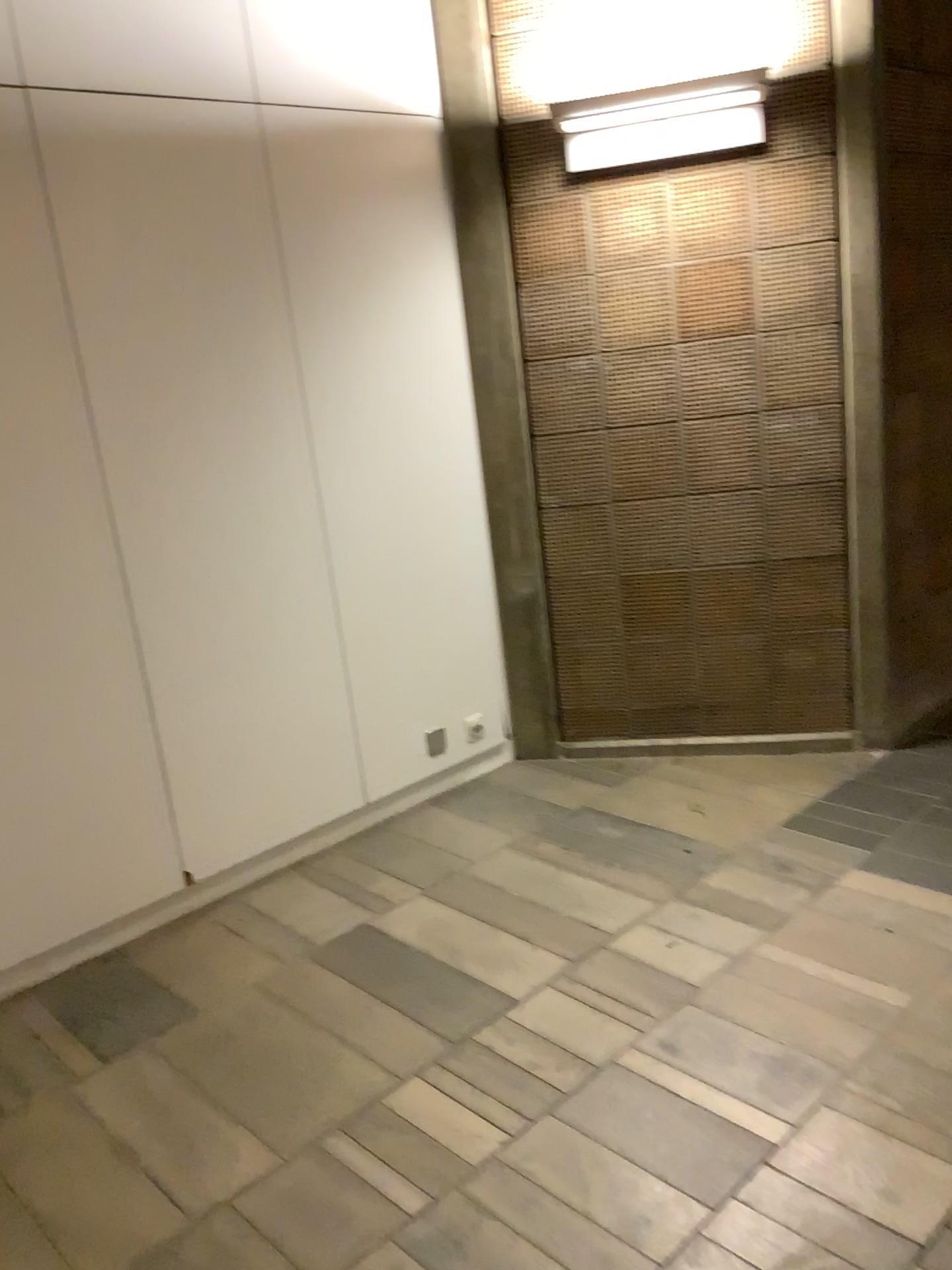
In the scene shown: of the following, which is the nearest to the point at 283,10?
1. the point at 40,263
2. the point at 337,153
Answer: the point at 337,153

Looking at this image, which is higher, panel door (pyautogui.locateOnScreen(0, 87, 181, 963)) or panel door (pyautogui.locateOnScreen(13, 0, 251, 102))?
panel door (pyautogui.locateOnScreen(13, 0, 251, 102))

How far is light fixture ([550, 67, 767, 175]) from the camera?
3.2 meters

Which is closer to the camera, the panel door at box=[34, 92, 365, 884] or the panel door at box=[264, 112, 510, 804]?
the panel door at box=[34, 92, 365, 884]

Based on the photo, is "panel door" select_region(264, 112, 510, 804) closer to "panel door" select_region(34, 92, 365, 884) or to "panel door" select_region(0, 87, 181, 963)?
"panel door" select_region(34, 92, 365, 884)

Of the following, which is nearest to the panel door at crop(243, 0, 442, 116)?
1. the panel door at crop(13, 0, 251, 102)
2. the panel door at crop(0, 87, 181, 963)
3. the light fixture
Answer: the panel door at crop(13, 0, 251, 102)

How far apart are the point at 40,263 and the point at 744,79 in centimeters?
213cm

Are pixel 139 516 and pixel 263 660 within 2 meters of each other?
yes

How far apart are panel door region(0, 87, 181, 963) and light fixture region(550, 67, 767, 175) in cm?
161

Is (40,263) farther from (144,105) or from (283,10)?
(283,10)
